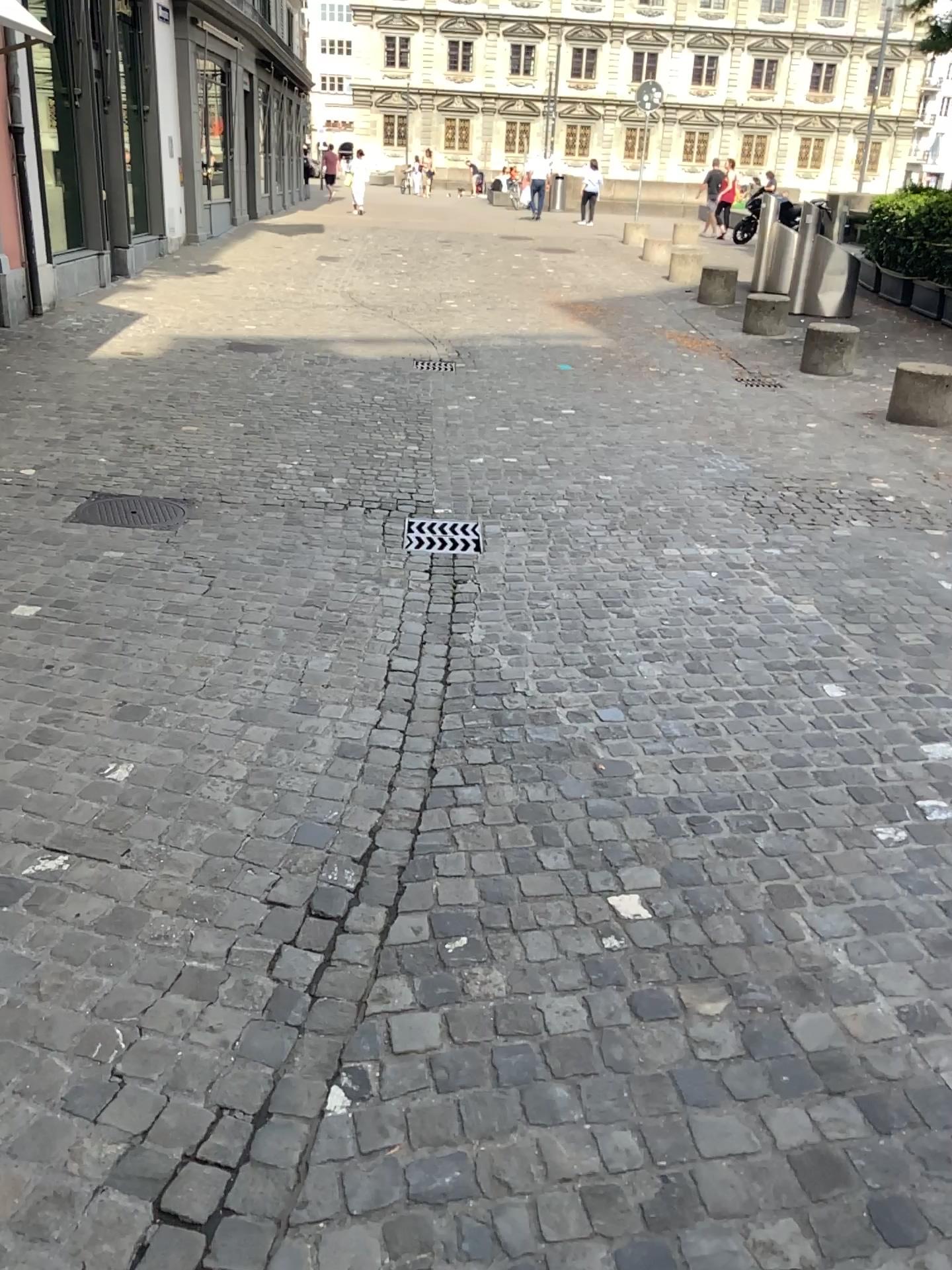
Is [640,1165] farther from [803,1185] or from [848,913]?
[848,913]

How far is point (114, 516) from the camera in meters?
4.9

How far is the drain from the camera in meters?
4.9 m

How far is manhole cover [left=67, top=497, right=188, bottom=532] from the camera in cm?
489

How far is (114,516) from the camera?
4.89m
